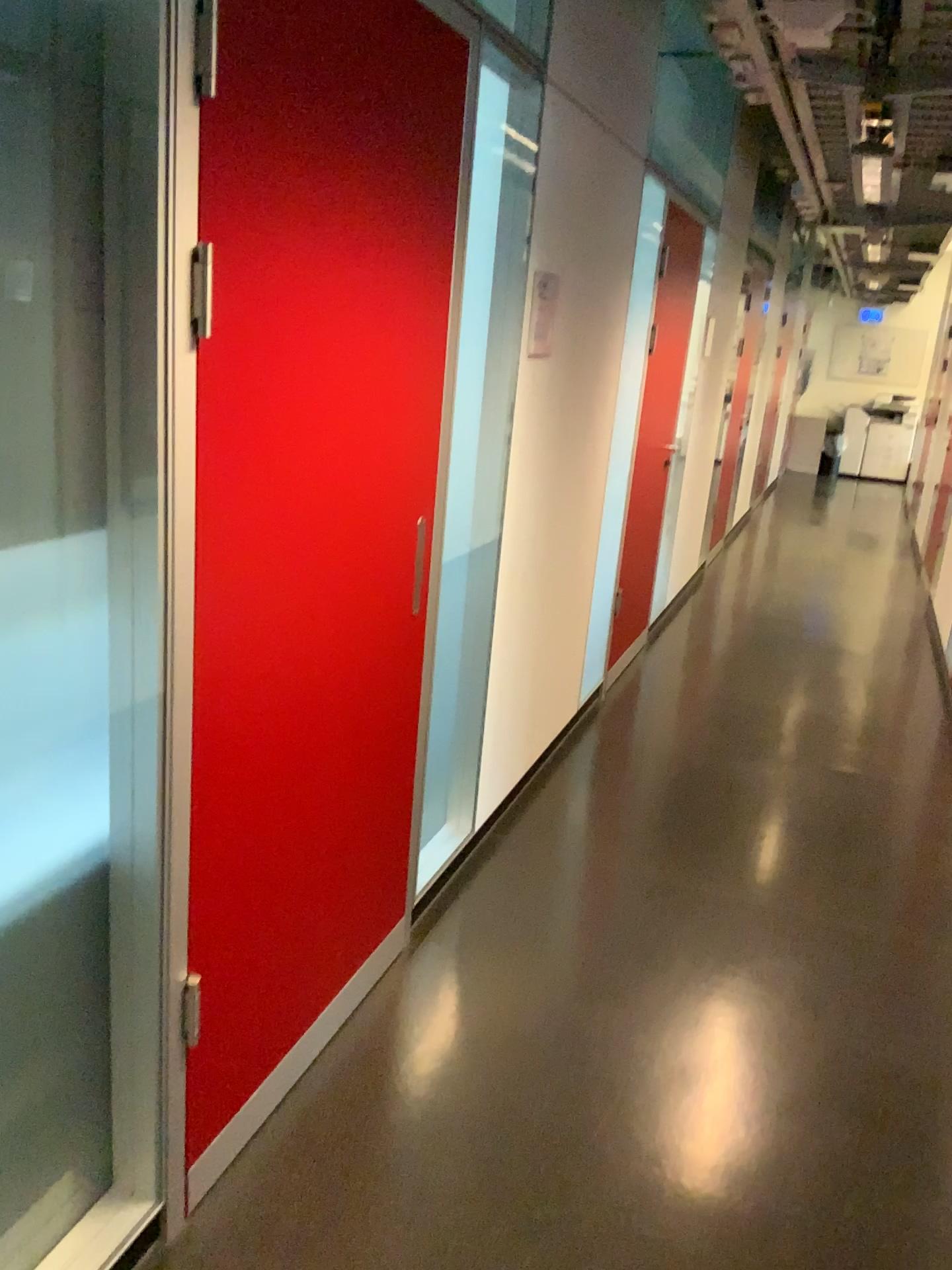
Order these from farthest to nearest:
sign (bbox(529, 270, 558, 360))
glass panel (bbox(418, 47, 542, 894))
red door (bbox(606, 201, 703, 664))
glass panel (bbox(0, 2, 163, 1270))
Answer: red door (bbox(606, 201, 703, 664)) → sign (bbox(529, 270, 558, 360)) → glass panel (bbox(418, 47, 542, 894)) → glass panel (bbox(0, 2, 163, 1270))

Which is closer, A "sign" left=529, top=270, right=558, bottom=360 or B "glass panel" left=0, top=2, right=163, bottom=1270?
B "glass panel" left=0, top=2, right=163, bottom=1270

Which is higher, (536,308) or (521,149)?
(521,149)

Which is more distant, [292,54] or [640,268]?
[640,268]

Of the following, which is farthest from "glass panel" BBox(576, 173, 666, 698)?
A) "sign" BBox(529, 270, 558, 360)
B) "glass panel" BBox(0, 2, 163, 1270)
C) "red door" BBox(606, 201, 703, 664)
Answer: "glass panel" BBox(0, 2, 163, 1270)

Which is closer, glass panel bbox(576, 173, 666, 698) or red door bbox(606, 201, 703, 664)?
glass panel bbox(576, 173, 666, 698)

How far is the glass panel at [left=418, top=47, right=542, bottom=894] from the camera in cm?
268

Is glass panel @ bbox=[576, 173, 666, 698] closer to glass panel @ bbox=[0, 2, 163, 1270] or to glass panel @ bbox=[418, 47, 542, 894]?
glass panel @ bbox=[418, 47, 542, 894]

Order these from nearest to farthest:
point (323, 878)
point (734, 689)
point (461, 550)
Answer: point (323, 878), point (461, 550), point (734, 689)

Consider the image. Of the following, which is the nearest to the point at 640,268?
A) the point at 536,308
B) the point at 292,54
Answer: the point at 536,308
